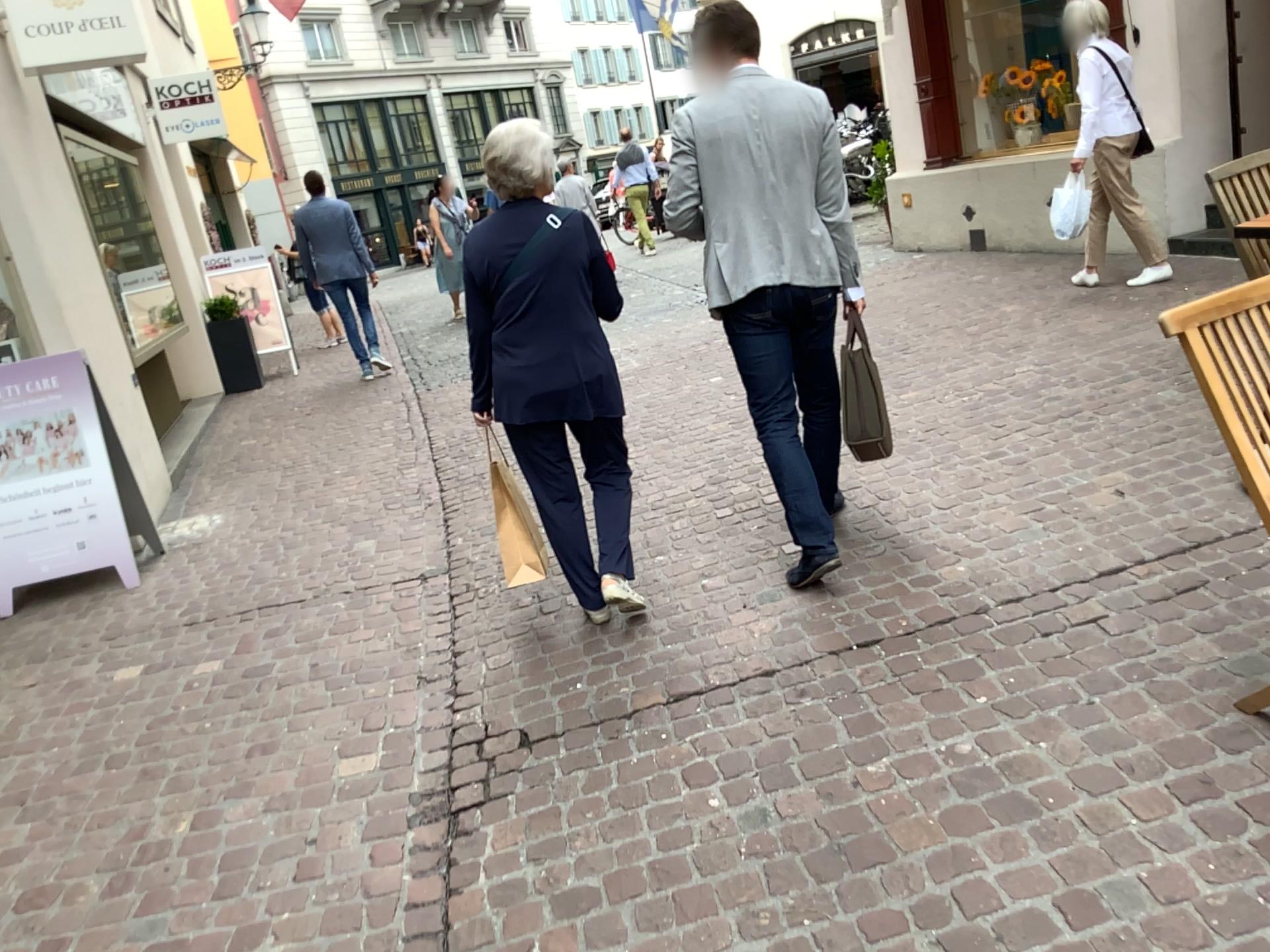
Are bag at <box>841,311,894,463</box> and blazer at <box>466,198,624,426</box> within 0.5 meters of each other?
no

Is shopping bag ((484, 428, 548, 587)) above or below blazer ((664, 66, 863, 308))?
below

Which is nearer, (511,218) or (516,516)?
(511,218)

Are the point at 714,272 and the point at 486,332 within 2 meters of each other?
yes

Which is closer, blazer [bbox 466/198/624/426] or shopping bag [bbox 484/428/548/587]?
blazer [bbox 466/198/624/426]

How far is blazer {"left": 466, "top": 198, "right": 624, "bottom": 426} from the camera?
3.1m

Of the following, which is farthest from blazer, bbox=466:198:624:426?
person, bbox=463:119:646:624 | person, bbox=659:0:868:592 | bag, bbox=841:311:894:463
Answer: bag, bbox=841:311:894:463

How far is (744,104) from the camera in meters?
3.2

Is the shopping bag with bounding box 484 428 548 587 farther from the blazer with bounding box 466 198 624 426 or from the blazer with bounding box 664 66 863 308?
the blazer with bounding box 664 66 863 308

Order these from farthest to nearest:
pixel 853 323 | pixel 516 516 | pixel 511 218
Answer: pixel 516 516
pixel 853 323
pixel 511 218
